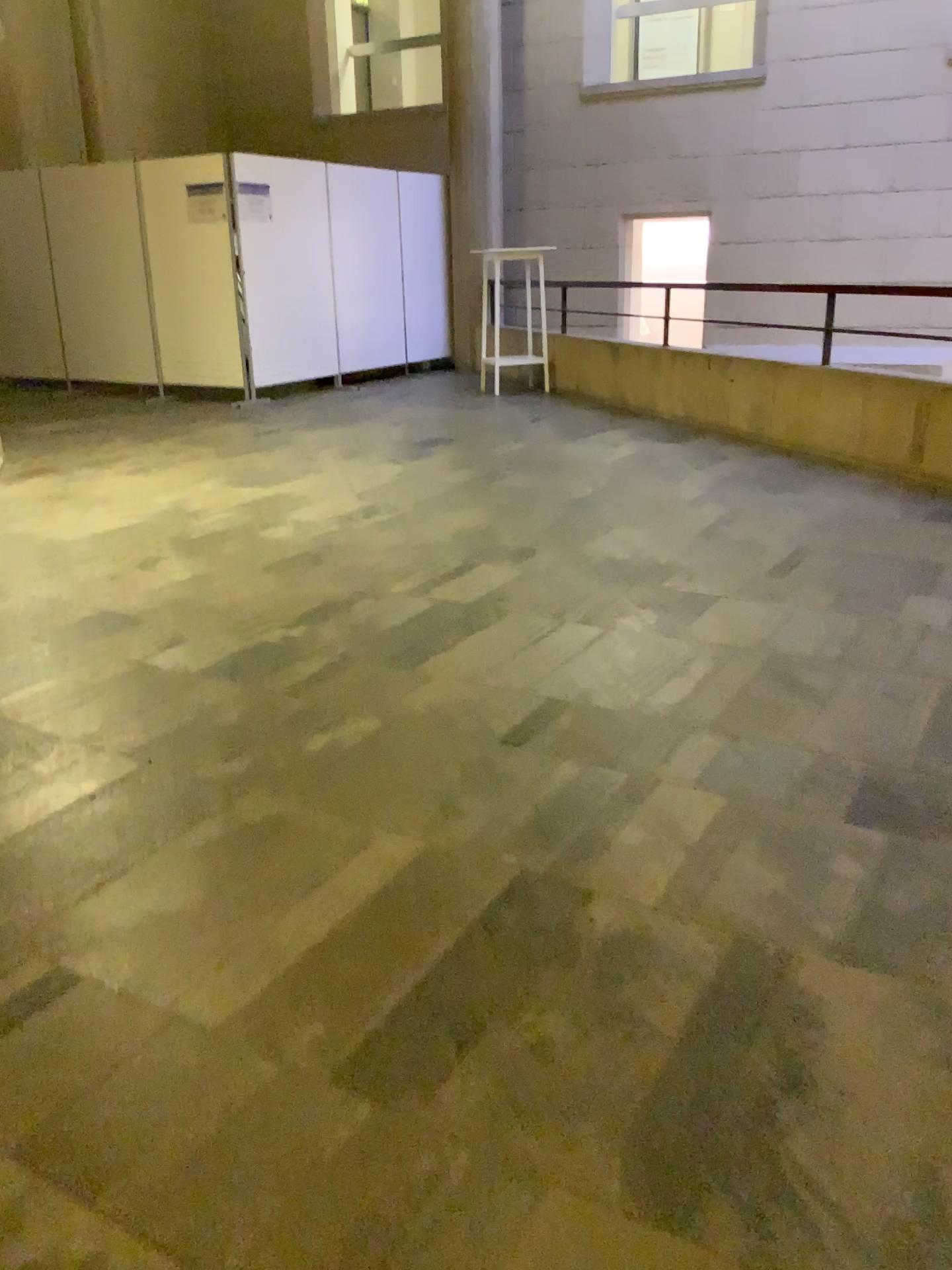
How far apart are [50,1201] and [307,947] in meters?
0.6 m
